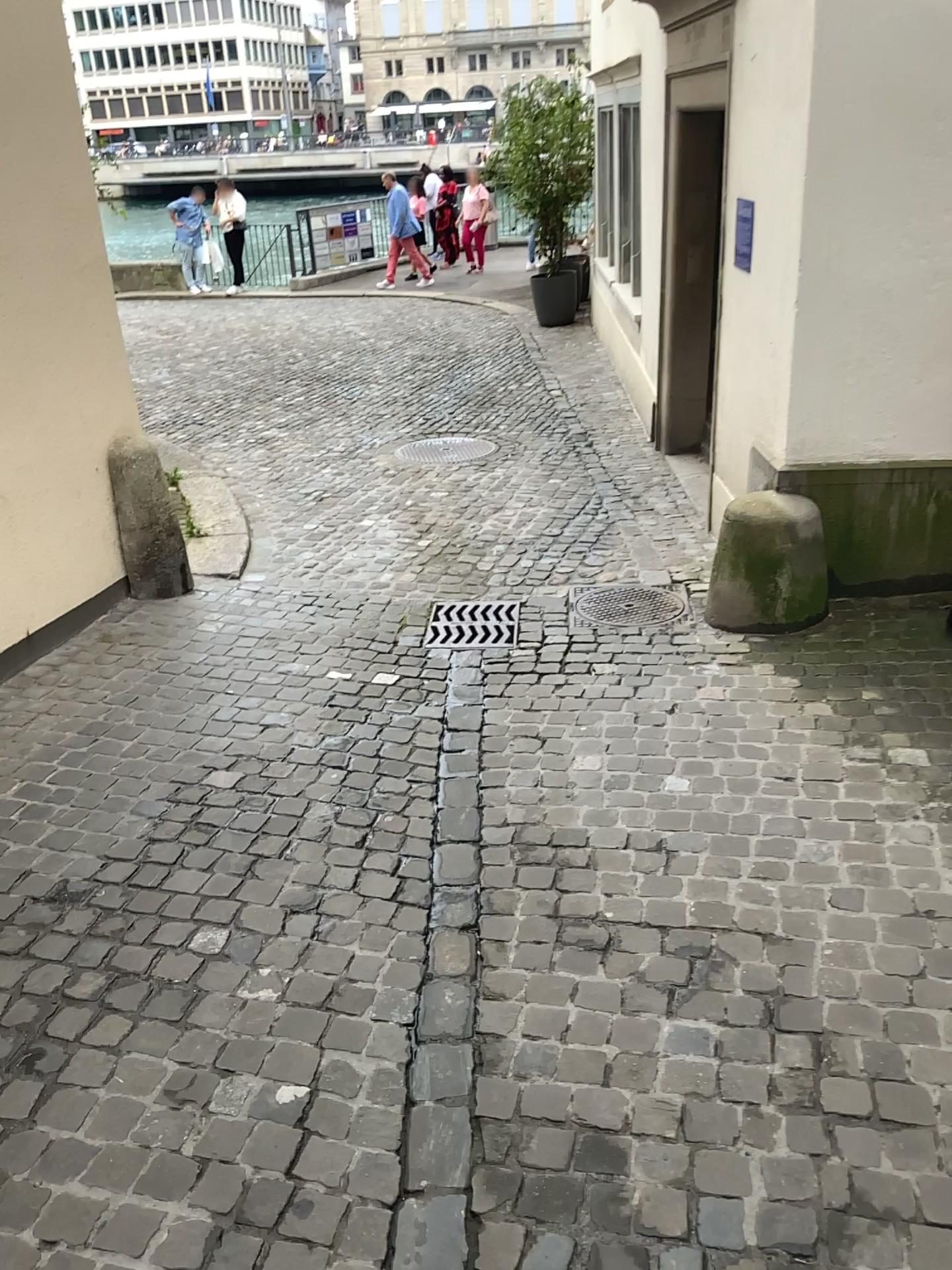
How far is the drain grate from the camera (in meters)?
4.25

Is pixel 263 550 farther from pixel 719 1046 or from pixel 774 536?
pixel 719 1046

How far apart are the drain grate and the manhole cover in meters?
0.3

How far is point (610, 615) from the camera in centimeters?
437cm

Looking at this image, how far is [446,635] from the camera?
4.3 meters

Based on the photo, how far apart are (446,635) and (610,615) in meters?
0.7 m

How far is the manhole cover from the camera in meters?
4.4
